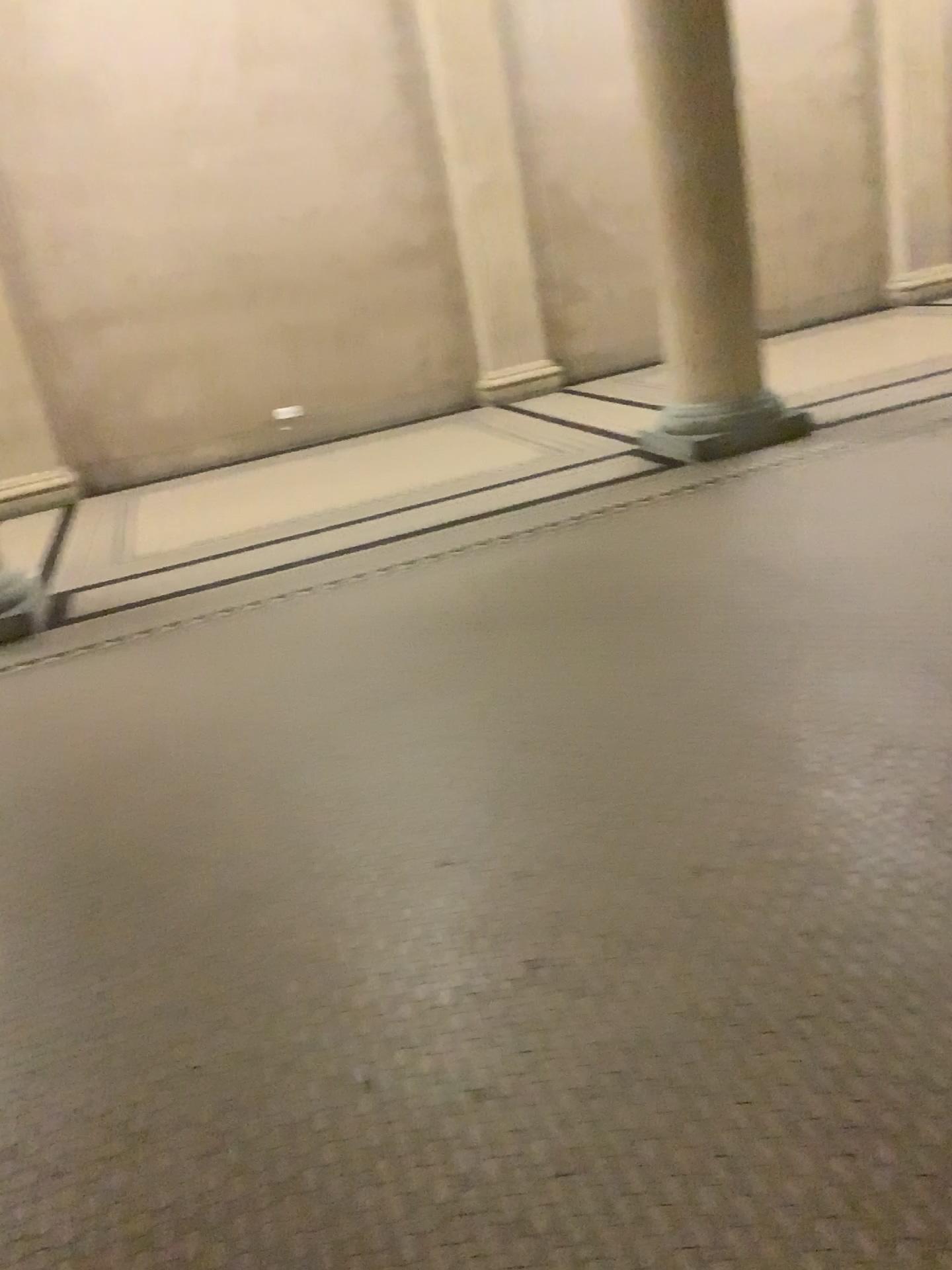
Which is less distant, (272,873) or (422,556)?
(272,873)
